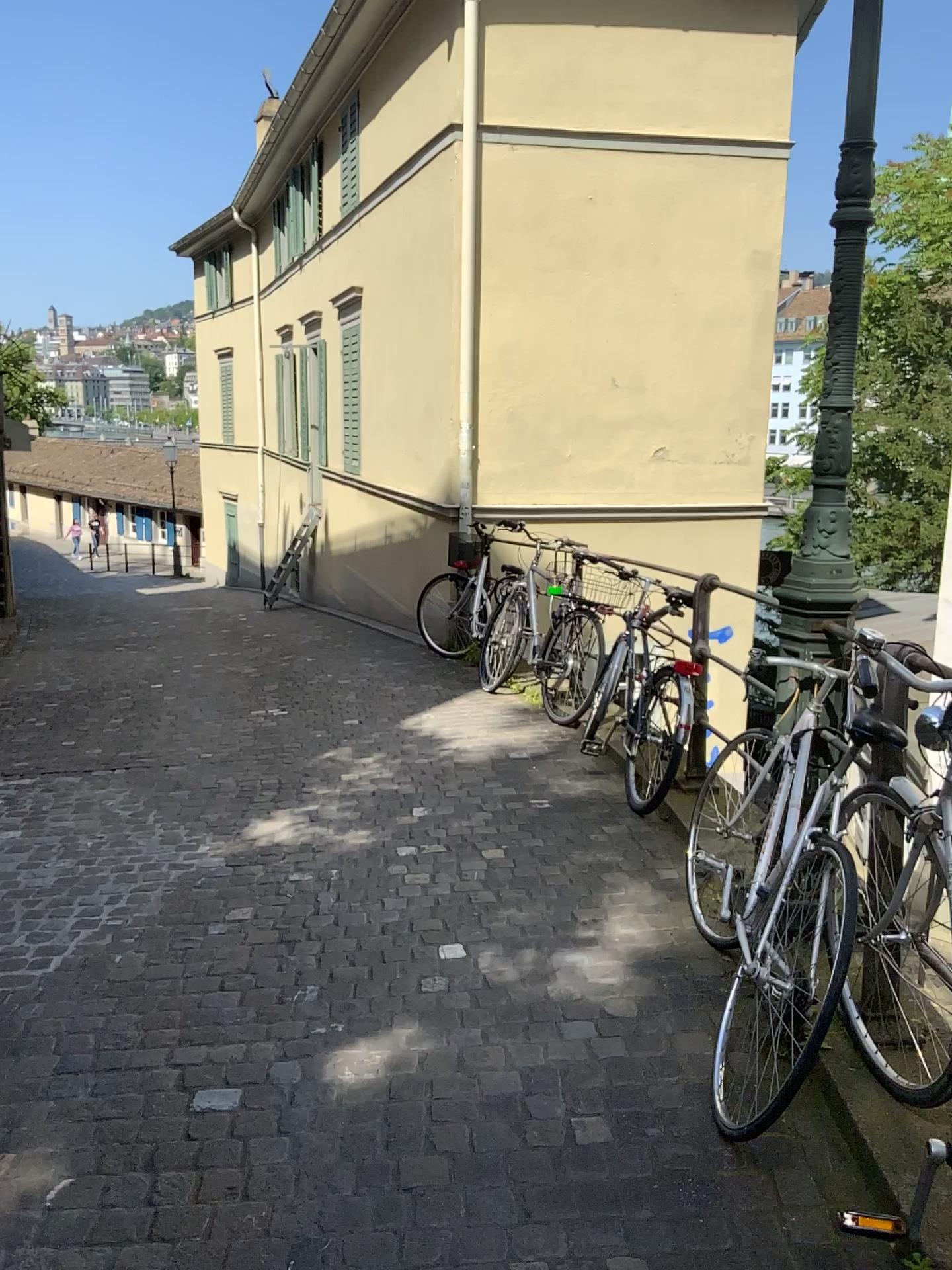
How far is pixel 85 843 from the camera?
4.3m
